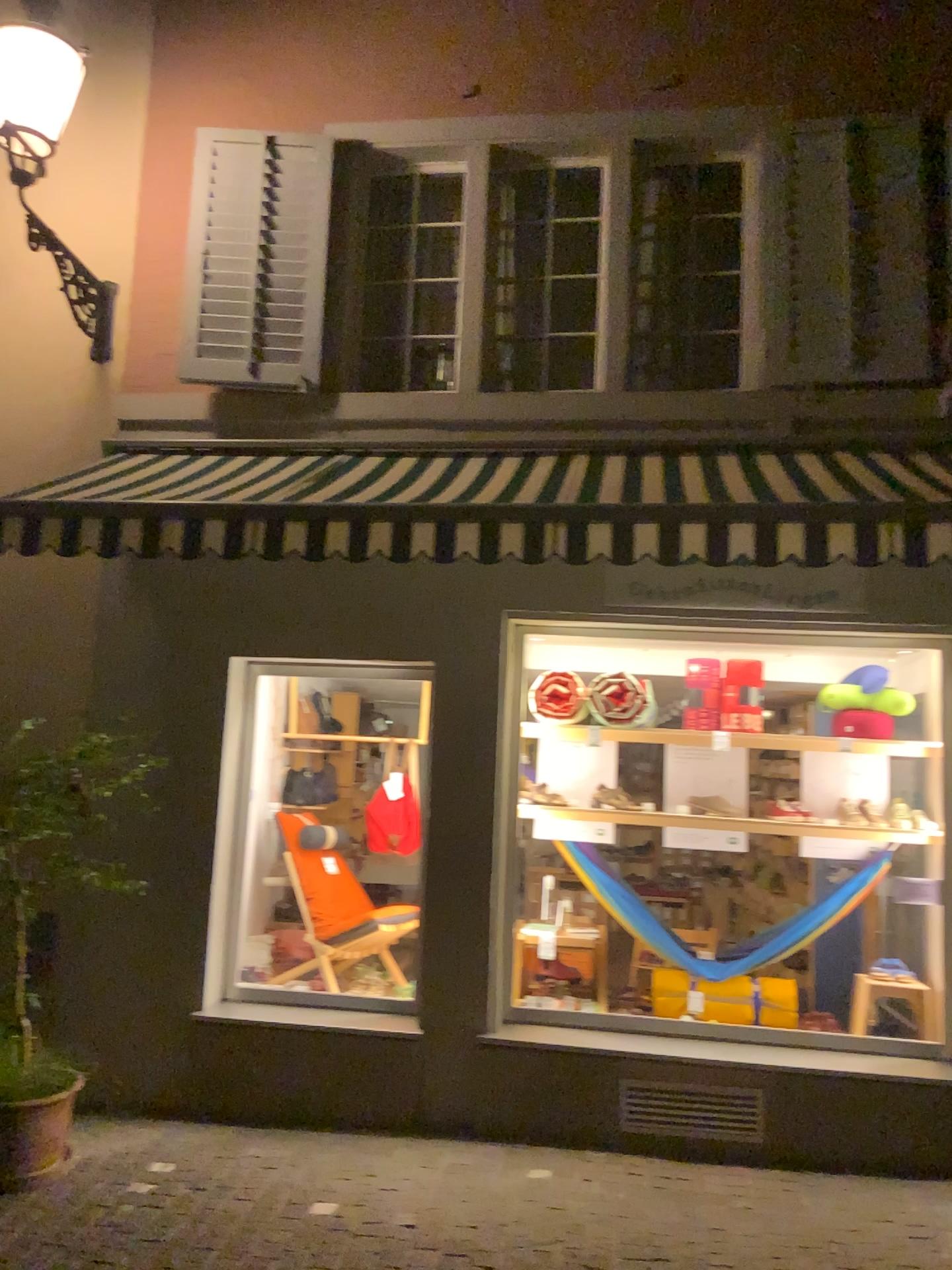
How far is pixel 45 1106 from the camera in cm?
414

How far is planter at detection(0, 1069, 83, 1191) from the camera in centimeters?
414cm

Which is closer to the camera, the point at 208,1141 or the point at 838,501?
the point at 838,501

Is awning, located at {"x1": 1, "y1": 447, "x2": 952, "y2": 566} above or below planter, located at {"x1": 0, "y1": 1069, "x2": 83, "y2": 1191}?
above

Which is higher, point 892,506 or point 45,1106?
point 892,506
